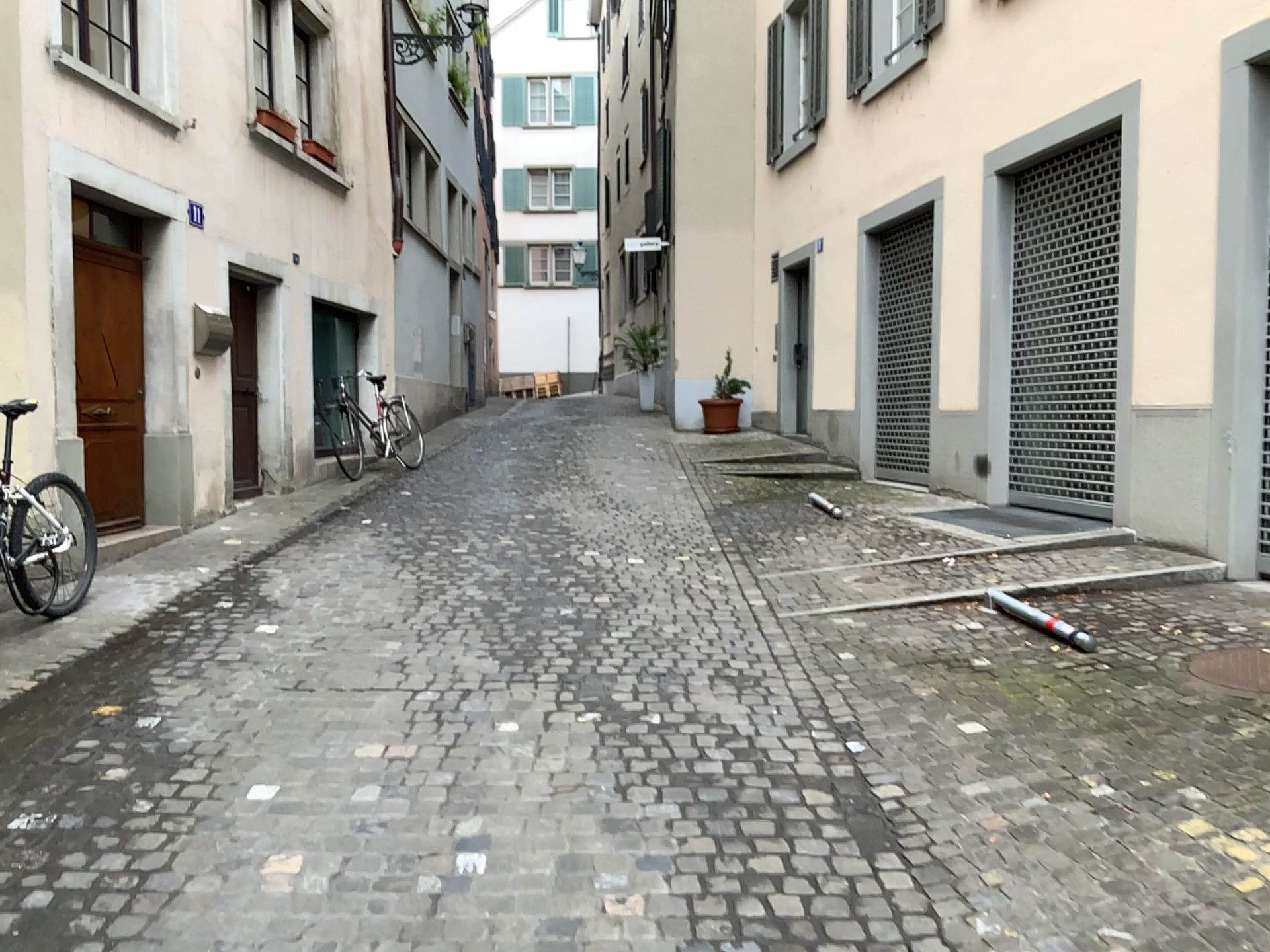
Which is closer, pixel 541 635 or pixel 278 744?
pixel 278 744
